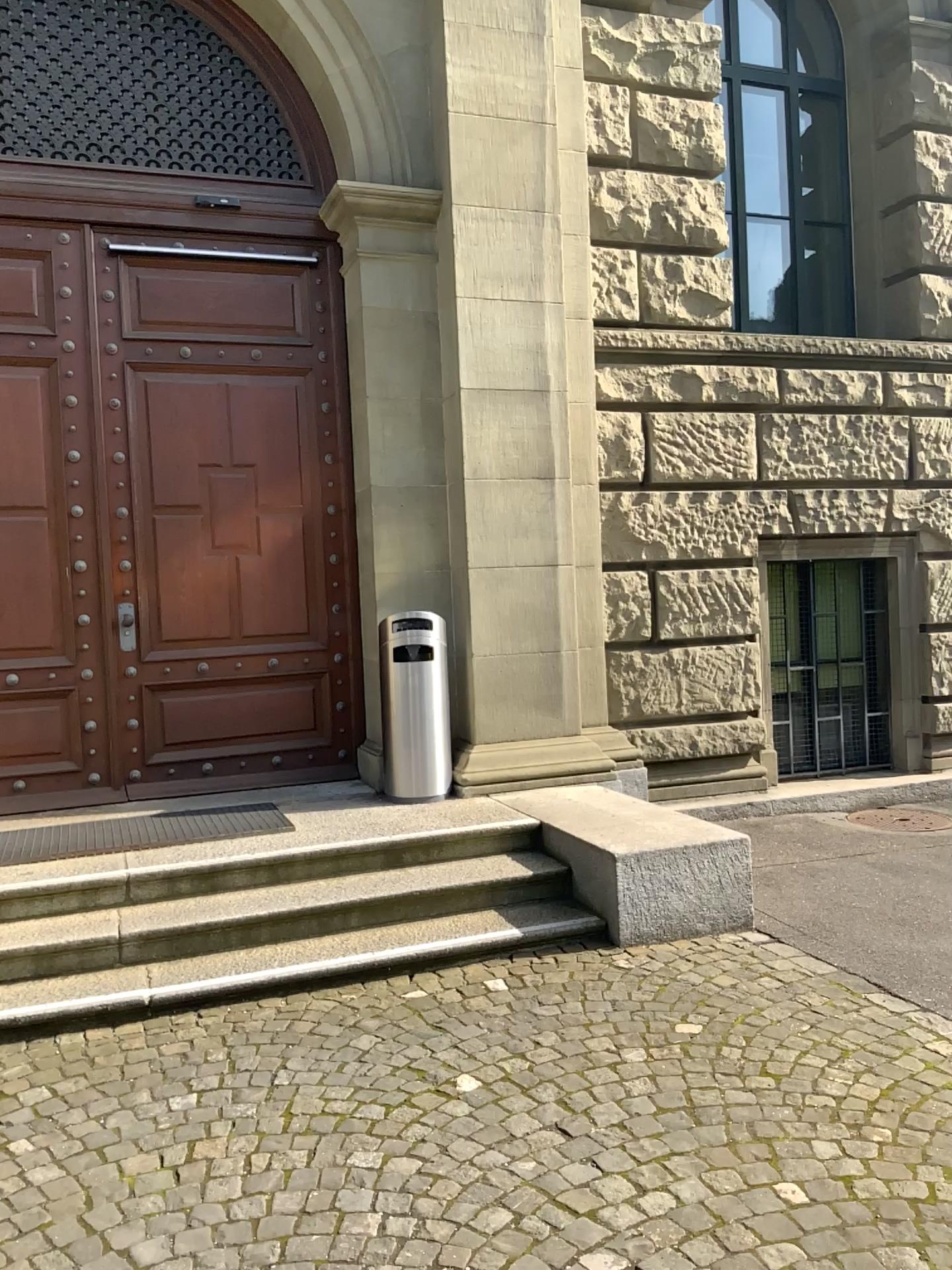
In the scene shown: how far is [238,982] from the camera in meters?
4.1
